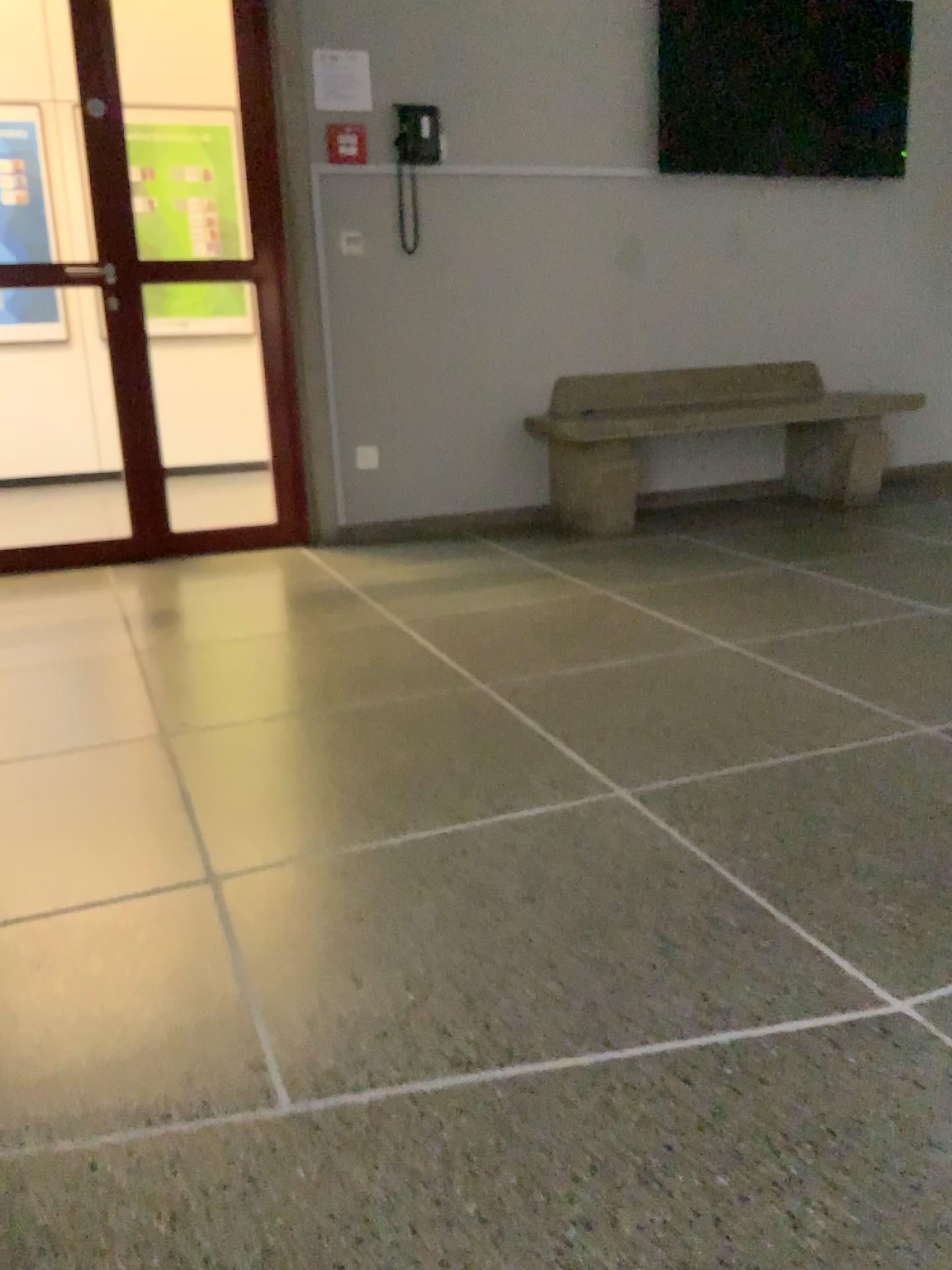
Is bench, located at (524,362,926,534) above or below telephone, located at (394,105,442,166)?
below

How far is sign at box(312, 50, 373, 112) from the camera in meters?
3.9

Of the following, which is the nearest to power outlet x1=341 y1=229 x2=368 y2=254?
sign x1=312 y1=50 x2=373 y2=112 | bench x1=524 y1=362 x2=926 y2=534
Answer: sign x1=312 y1=50 x2=373 y2=112

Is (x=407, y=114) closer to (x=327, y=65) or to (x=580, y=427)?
(x=327, y=65)

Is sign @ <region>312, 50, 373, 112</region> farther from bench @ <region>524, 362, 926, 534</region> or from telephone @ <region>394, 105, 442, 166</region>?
bench @ <region>524, 362, 926, 534</region>

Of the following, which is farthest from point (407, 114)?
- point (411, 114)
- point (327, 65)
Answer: point (327, 65)

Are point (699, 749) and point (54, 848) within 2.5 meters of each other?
yes

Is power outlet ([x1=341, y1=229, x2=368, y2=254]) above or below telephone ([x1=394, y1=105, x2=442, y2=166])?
below

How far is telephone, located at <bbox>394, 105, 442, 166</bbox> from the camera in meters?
4.1

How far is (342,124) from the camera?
4.0 meters
